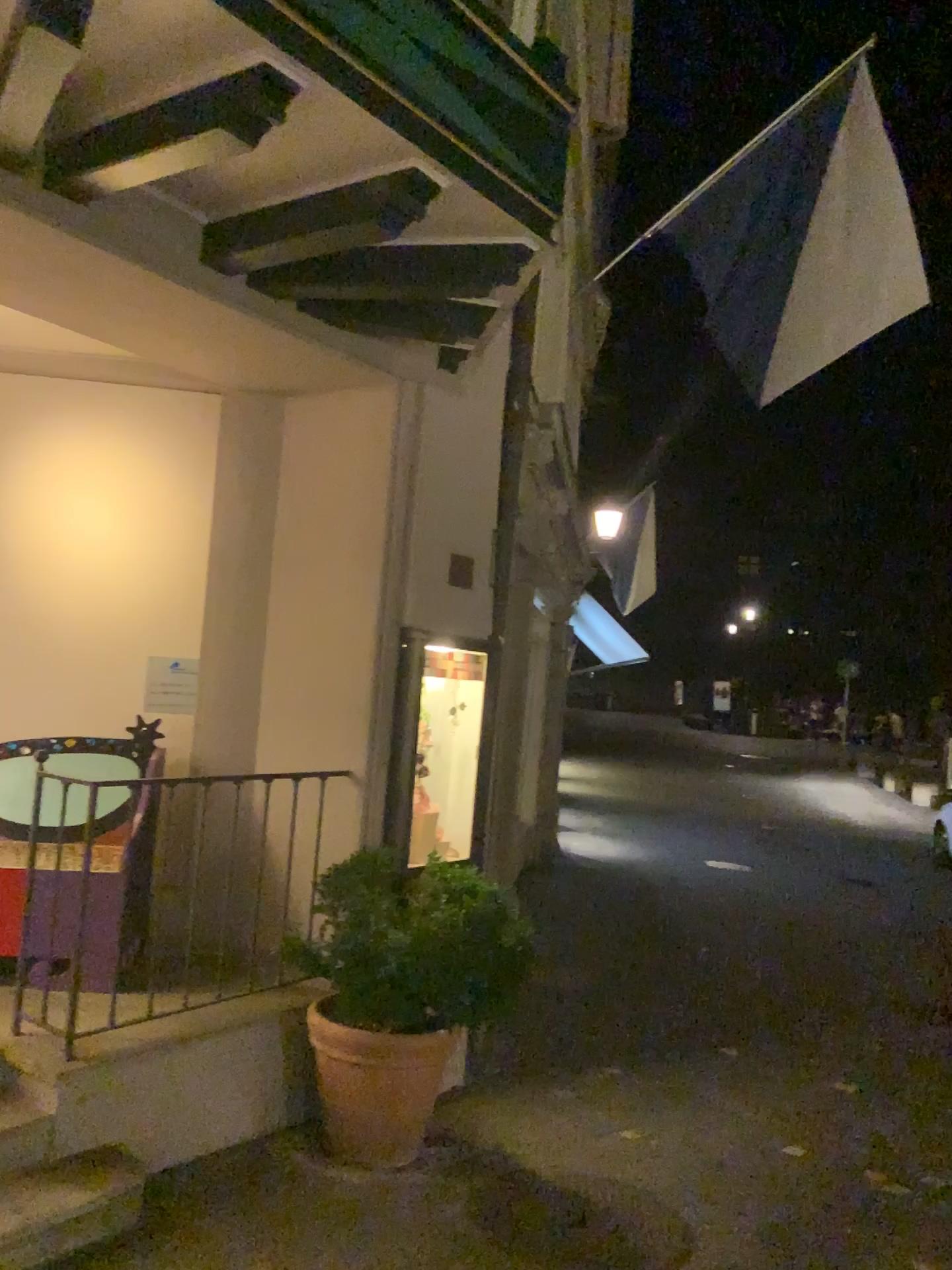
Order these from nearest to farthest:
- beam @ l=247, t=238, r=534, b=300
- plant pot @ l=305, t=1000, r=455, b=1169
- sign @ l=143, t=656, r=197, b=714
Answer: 1. beam @ l=247, t=238, r=534, b=300
2. plant pot @ l=305, t=1000, r=455, b=1169
3. sign @ l=143, t=656, r=197, b=714

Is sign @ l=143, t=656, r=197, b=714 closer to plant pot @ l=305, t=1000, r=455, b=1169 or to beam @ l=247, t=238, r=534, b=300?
plant pot @ l=305, t=1000, r=455, b=1169

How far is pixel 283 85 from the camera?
2.6m

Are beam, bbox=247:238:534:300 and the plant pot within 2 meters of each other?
no

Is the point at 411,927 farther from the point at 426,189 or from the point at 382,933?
the point at 426,189

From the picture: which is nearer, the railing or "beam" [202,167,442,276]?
"beam" [202,167,442,276]

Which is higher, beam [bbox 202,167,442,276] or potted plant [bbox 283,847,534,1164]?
beam [bbox 202,167,442,276]

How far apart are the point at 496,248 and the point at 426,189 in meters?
0.4

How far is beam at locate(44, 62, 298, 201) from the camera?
2.6 meters

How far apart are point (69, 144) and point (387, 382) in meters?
1.7
